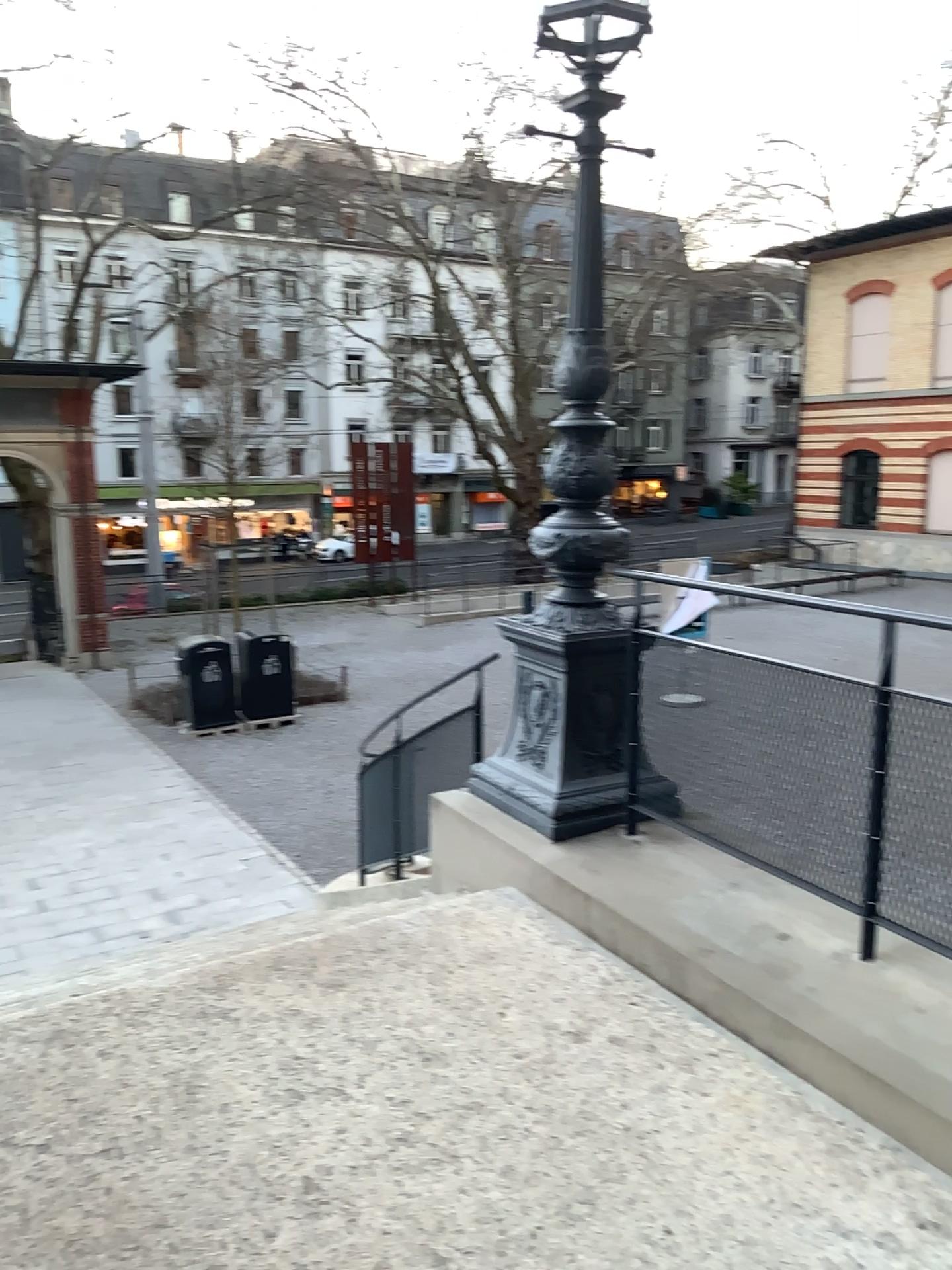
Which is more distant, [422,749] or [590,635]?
[422,749]

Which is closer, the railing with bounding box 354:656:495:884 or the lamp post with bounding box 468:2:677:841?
the lamp post with bounding box 468:2:677:841

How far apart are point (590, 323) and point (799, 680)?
1.54m

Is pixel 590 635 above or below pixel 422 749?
above
